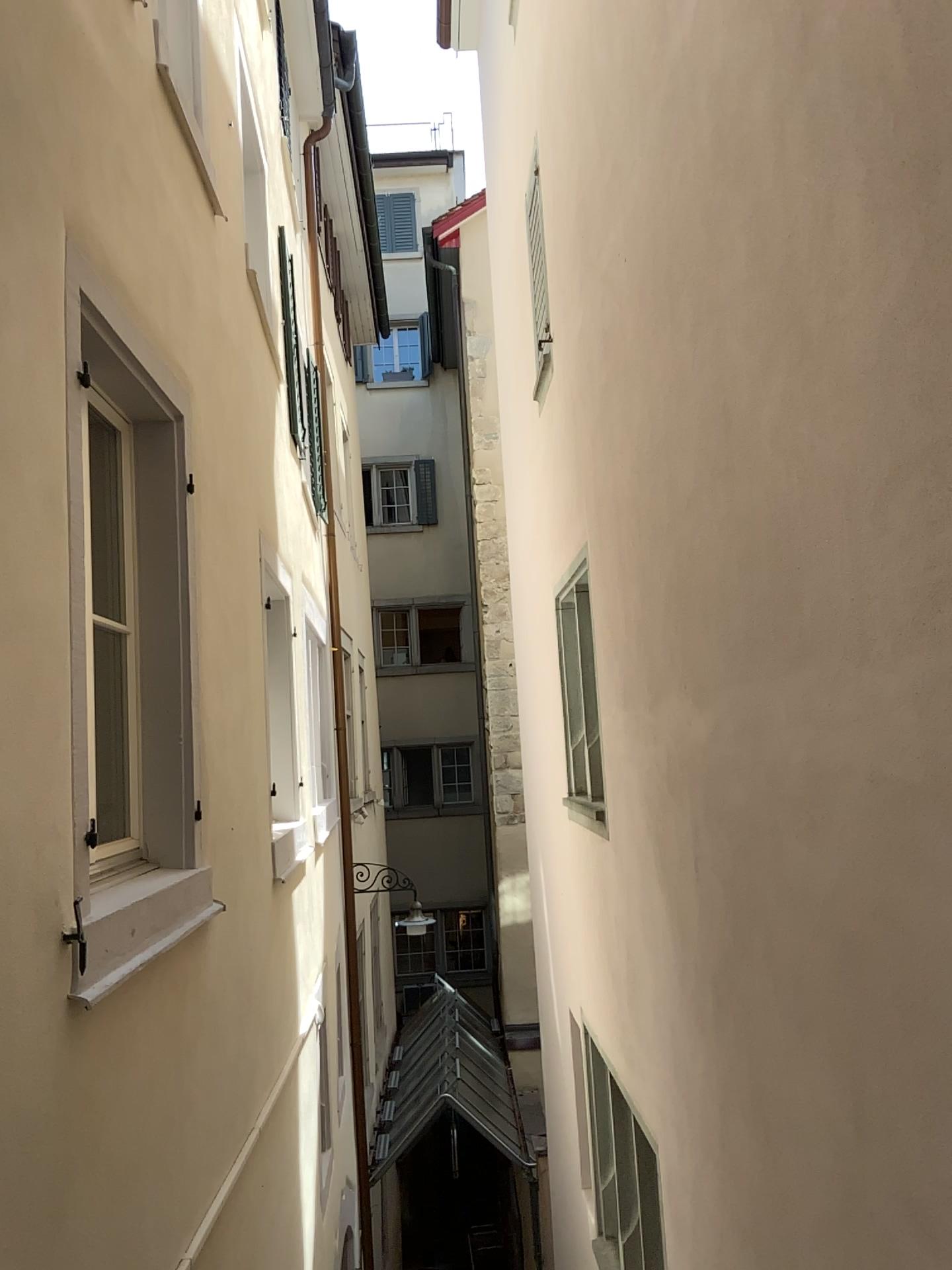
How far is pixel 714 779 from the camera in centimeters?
315cm
